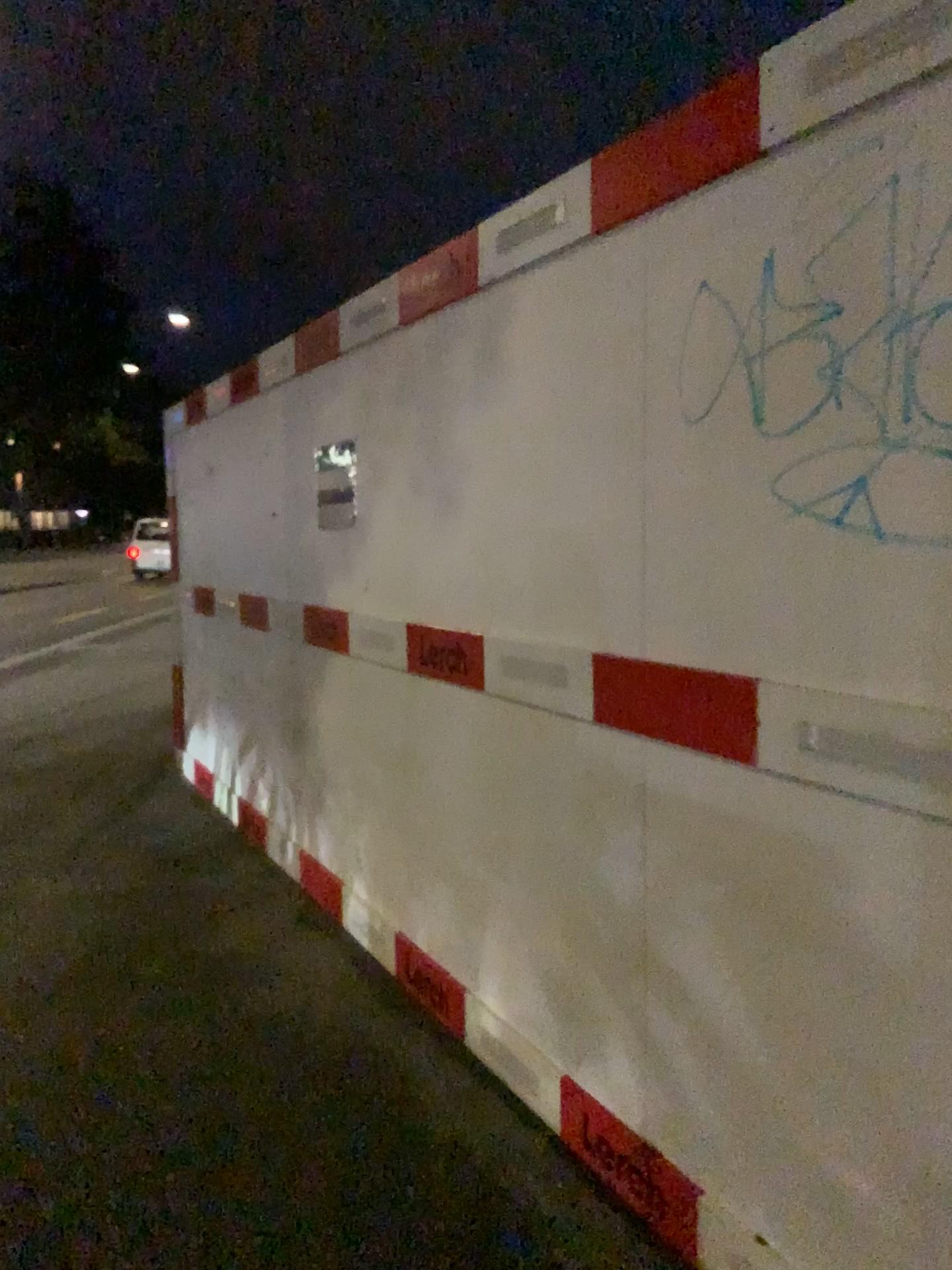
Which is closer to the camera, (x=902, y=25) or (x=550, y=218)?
(x=902, y=25)

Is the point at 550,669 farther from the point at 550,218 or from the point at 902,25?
the point at 902,25

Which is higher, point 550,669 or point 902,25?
point 902,25

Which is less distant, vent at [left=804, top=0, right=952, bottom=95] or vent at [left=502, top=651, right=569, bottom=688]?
vent at [left=804, top=0, right=952, bottom=95]

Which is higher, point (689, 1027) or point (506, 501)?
point (506, 501)

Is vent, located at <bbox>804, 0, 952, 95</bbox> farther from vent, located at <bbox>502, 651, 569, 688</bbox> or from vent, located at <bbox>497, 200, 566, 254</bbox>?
vent, located at <bbox>502, 651, 569, 688</bbox>

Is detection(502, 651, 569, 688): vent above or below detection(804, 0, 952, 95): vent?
below

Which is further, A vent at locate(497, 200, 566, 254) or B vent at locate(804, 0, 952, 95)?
A vent at locate(497, 200, 566, 254)

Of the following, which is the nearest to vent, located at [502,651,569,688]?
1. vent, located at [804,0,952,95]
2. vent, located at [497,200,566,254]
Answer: vent, located at [497,200,566,254]
